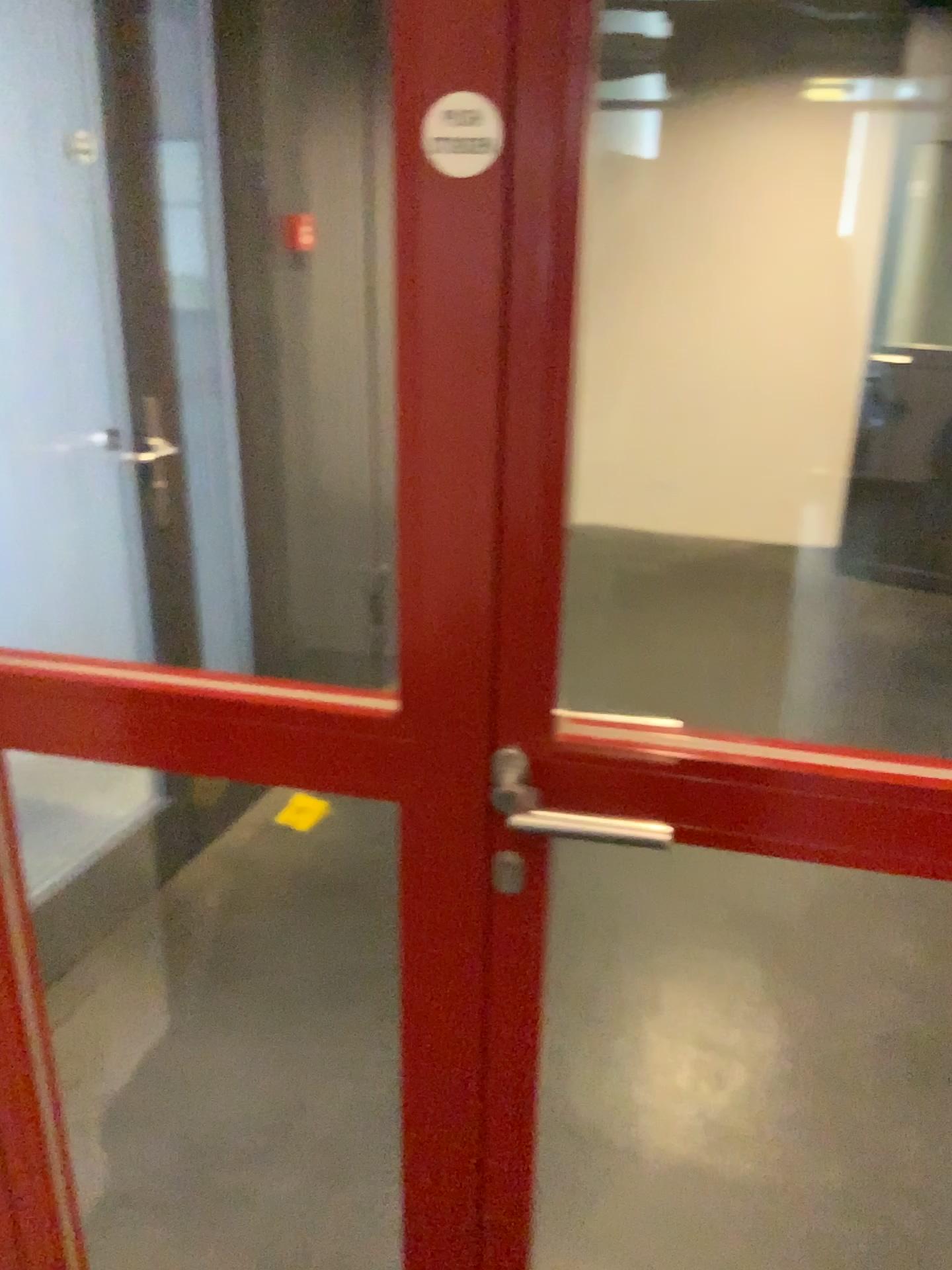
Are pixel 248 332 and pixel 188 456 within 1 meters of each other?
yes

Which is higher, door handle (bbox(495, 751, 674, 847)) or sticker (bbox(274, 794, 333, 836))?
door handle (bbox(495, 751, 674, 847))

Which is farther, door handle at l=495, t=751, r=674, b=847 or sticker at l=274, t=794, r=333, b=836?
sticker at l=274, t=794, r=333, b=836

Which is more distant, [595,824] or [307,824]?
[307,824]

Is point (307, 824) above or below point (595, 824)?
below
